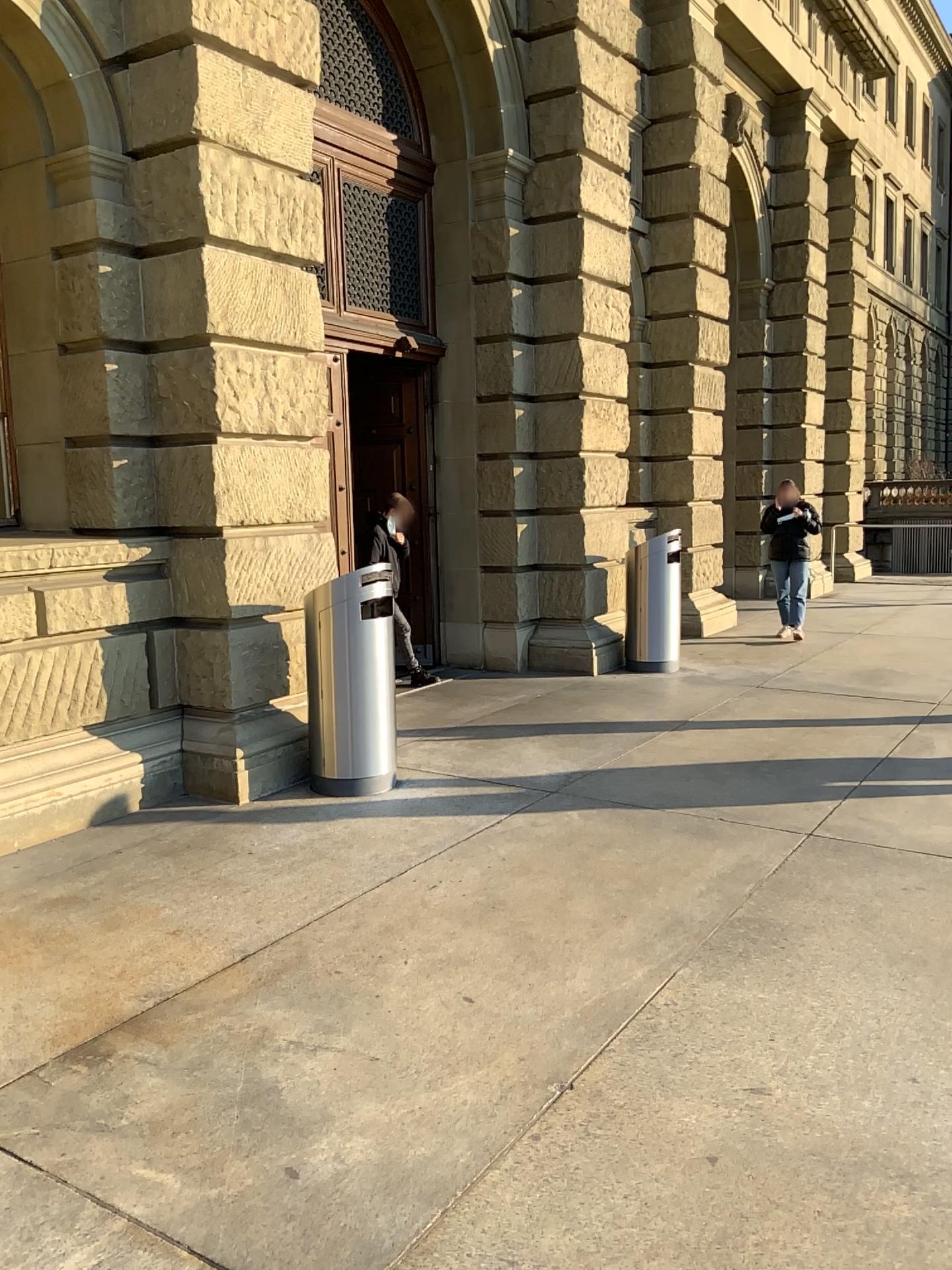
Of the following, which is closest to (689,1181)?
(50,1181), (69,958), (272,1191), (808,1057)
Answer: (808,1057)
